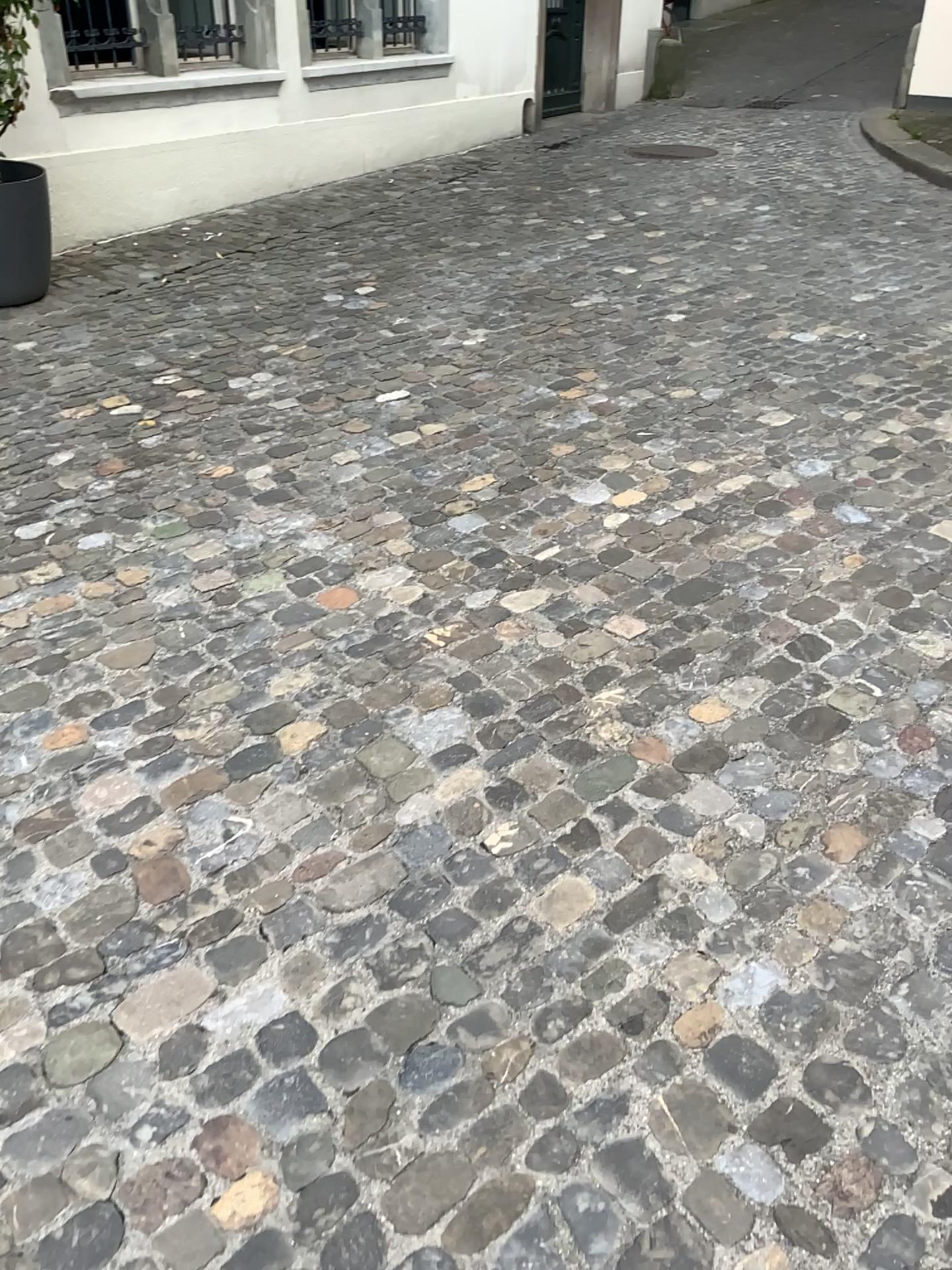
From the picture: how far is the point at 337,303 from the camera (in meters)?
4.85
